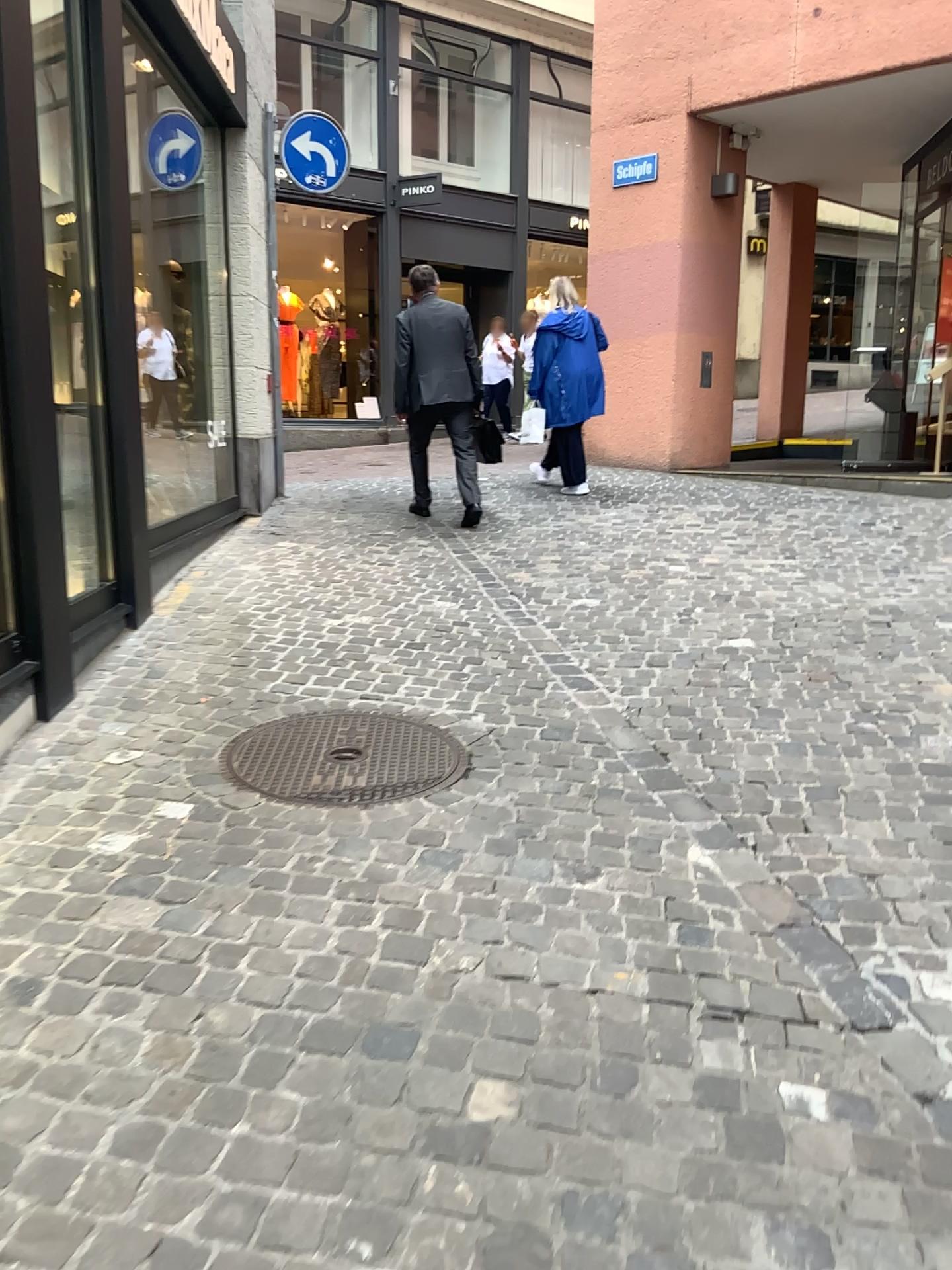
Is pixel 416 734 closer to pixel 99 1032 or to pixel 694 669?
pixel 694 669
